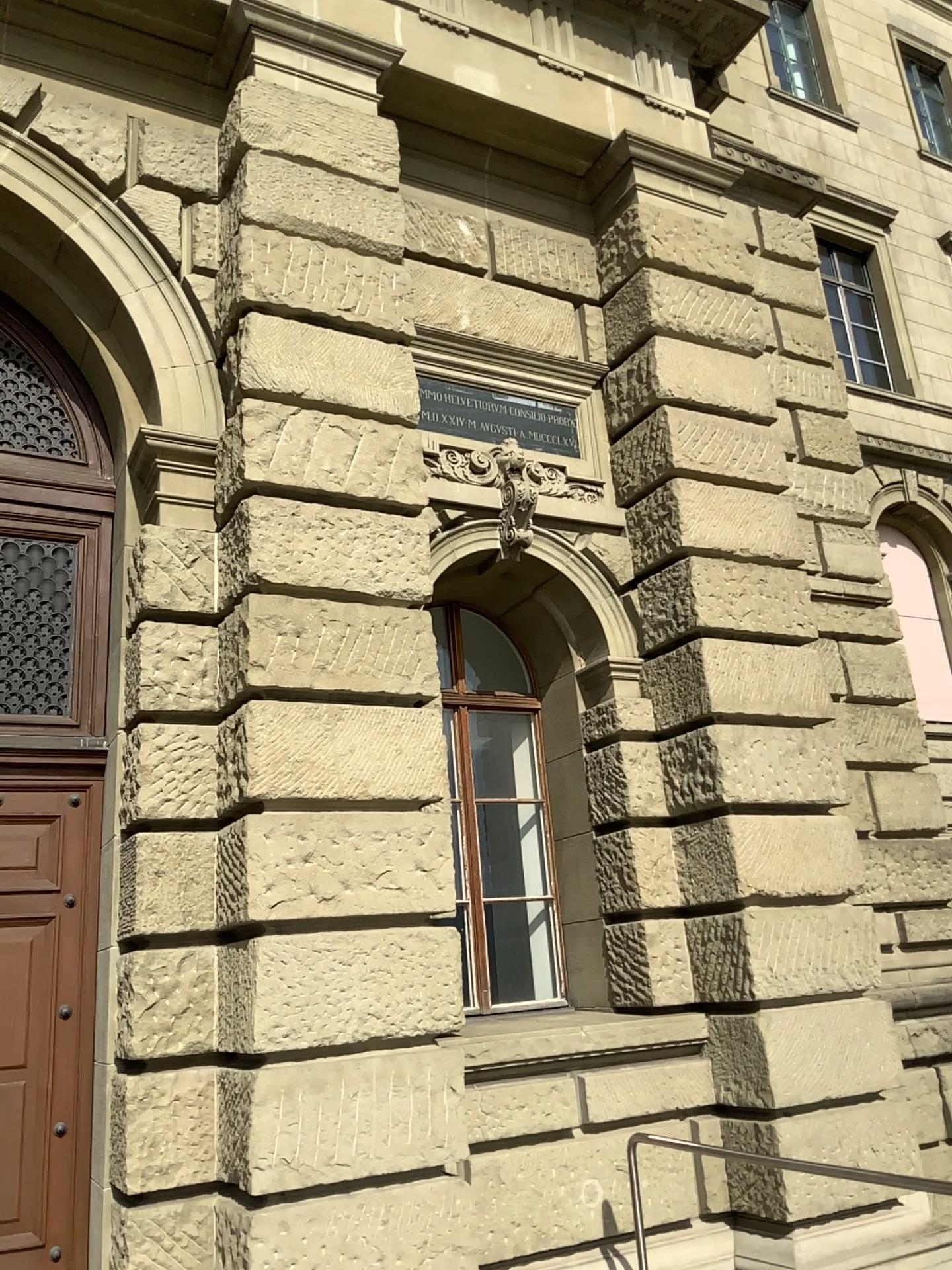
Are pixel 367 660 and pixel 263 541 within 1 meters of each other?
yes
